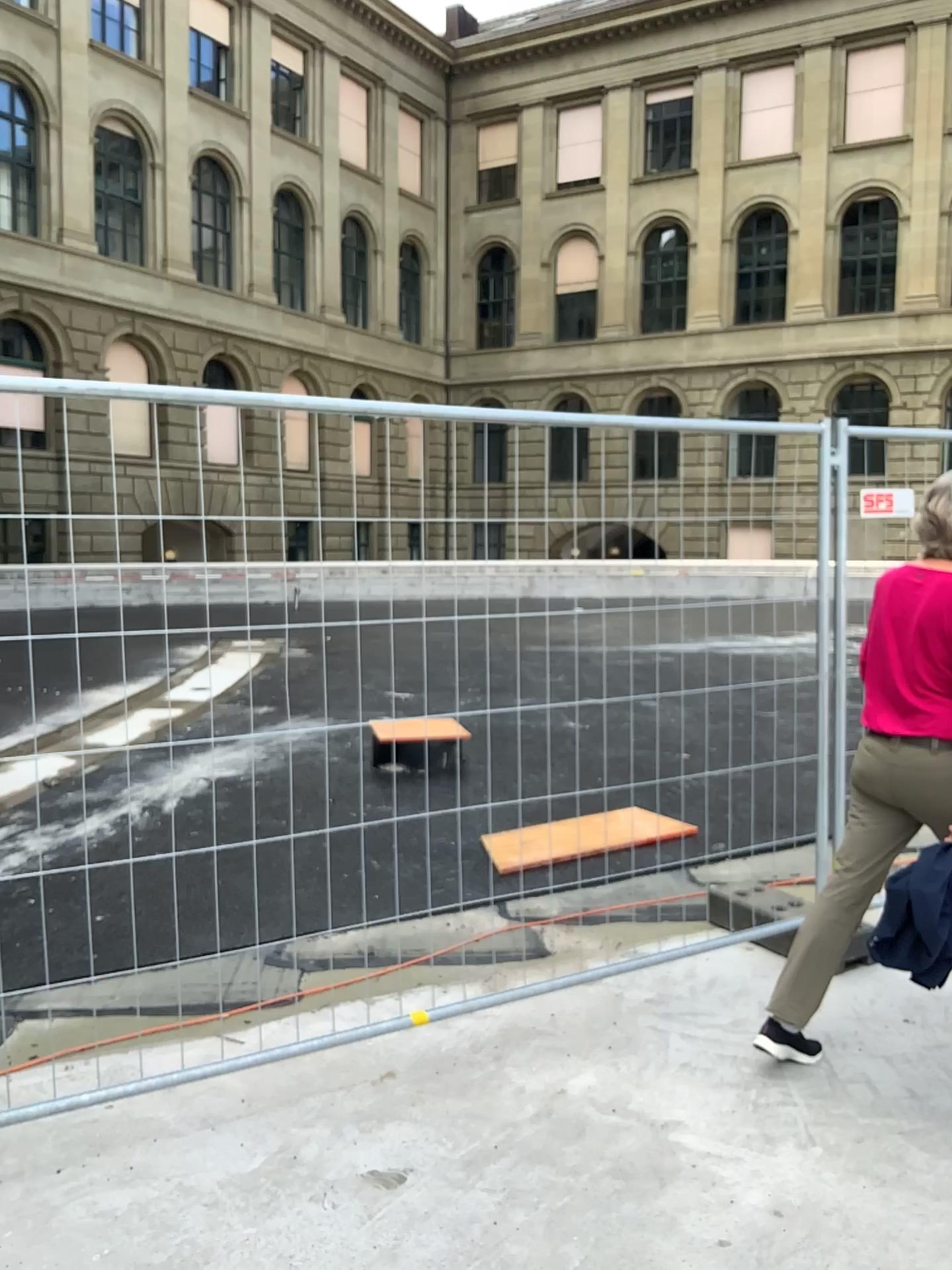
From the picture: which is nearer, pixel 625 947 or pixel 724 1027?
pixel 724 1027

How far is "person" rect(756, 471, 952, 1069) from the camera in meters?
3.0

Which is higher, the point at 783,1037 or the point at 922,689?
the point at 922,689

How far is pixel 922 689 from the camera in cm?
303
